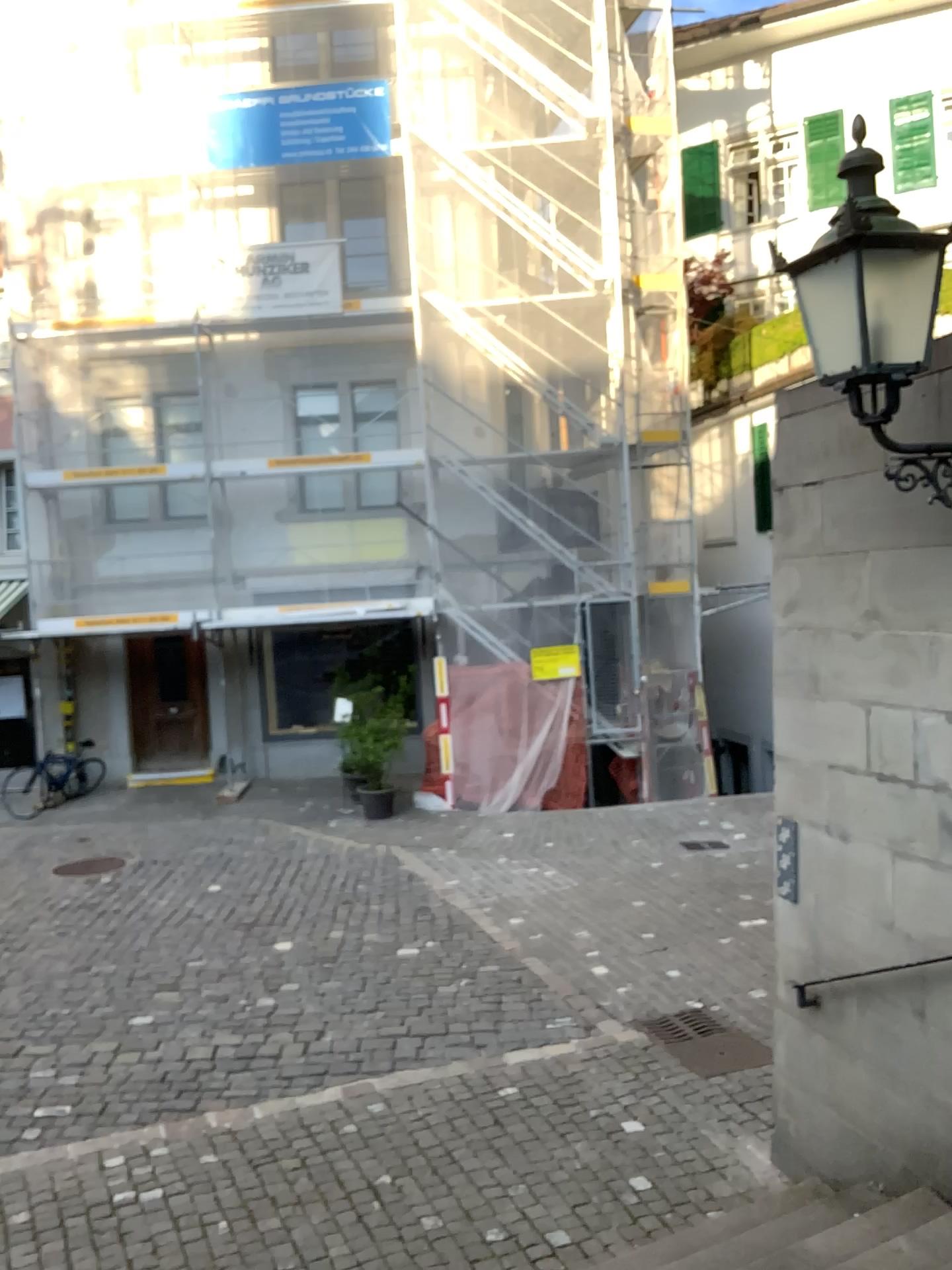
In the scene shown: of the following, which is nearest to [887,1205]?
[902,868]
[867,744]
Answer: [902,868]
